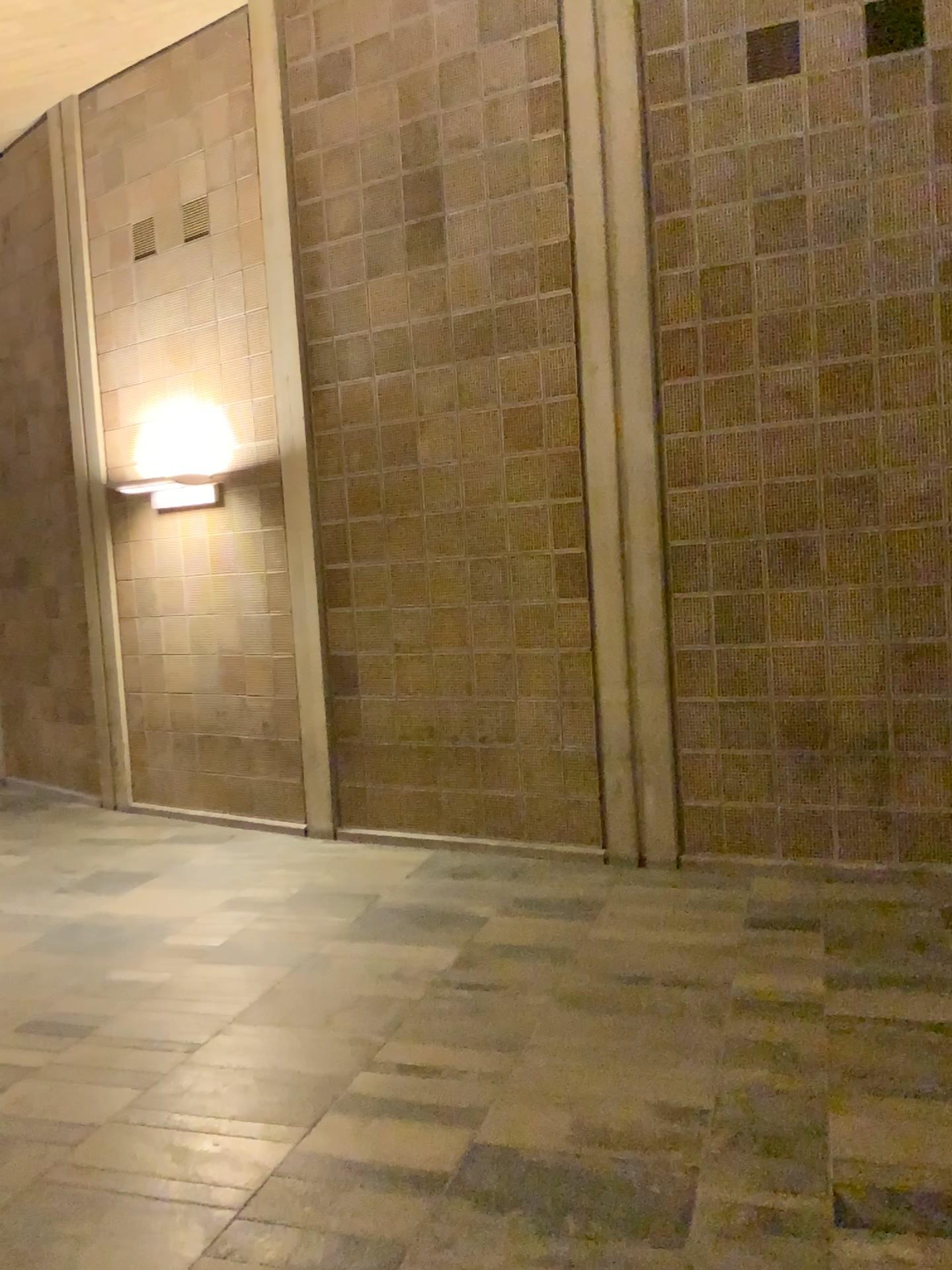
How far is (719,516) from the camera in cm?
497
